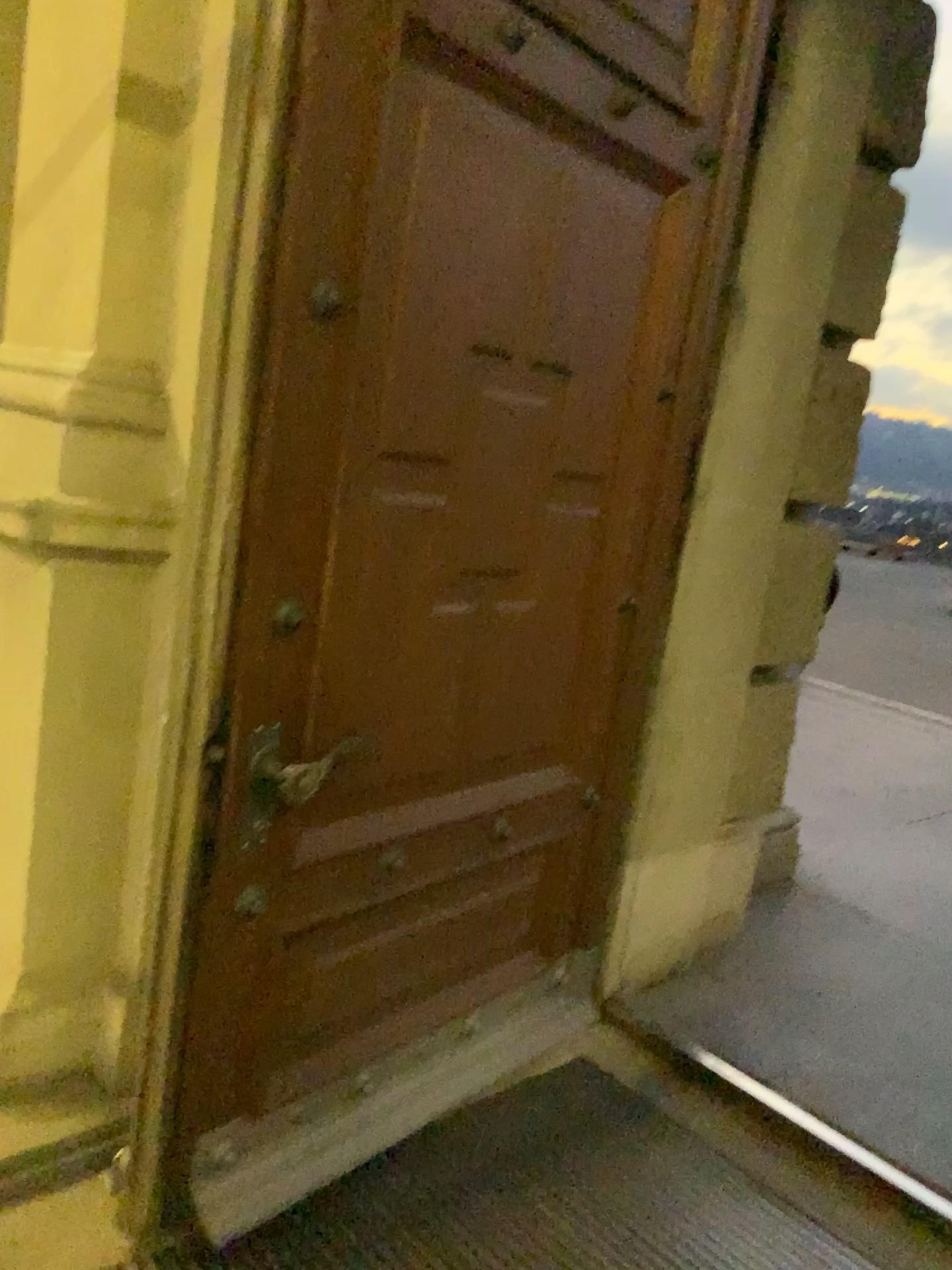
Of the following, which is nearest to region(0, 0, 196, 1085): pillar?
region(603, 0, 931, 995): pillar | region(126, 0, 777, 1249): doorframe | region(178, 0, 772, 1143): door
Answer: region(126, 0, 777, 1249): doorframe

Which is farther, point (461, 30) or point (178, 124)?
point (178, 124)

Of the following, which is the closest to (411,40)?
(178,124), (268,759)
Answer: (178,124)

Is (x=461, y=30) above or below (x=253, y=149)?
above

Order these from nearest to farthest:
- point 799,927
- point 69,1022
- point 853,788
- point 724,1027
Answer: point 69,1022
point 724,1027
point 799,927
point 853,788

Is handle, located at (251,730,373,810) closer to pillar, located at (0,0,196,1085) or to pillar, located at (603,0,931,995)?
pillar, located at (0,0,196,1085)

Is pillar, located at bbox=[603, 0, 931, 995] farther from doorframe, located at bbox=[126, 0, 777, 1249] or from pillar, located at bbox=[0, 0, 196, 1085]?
pillar, located at bbox=[0, 0, 196, 1085]

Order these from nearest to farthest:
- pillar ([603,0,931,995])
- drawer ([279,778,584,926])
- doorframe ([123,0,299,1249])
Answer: doorframe ([123,0,299,1249]) < drawer ([279,778,584,926]) < pillar ([603,0,931,995])

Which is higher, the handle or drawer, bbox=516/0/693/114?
drawer, bbox=516/0/693/114

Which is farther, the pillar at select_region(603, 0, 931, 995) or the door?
the pillar at select_region(603, 0, 931, 995)
